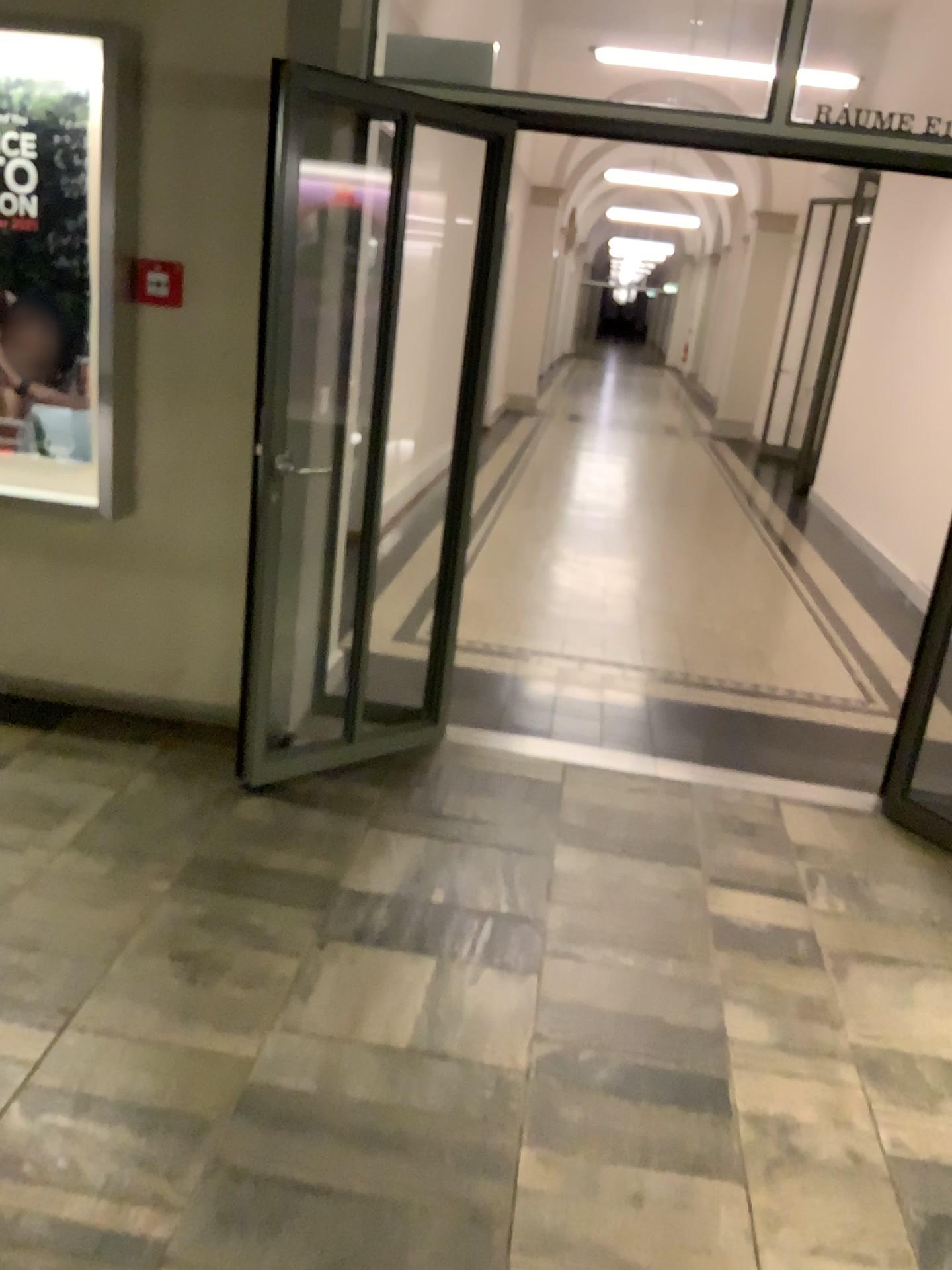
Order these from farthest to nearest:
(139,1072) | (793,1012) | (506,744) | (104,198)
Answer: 1. (506,744)
2. (104,198)
3. (793,1012)
4. (139,1072)

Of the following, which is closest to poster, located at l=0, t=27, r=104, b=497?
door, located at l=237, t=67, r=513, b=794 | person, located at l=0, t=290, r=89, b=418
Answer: person, located at l=0, t=290, r=89, b=418

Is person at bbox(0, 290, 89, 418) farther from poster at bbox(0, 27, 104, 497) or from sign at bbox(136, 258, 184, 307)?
sign at bbox(136, 258, 184, 307)

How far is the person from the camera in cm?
348

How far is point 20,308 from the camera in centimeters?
348cm

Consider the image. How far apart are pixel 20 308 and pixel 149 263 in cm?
48

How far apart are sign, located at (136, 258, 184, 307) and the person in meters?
0.3 m

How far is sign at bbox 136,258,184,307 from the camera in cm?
338

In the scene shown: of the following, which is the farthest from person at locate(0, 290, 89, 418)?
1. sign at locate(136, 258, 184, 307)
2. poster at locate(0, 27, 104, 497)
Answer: sign at locate(136, 258, 184, 307)

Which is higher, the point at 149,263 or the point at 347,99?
the point at 347,99
